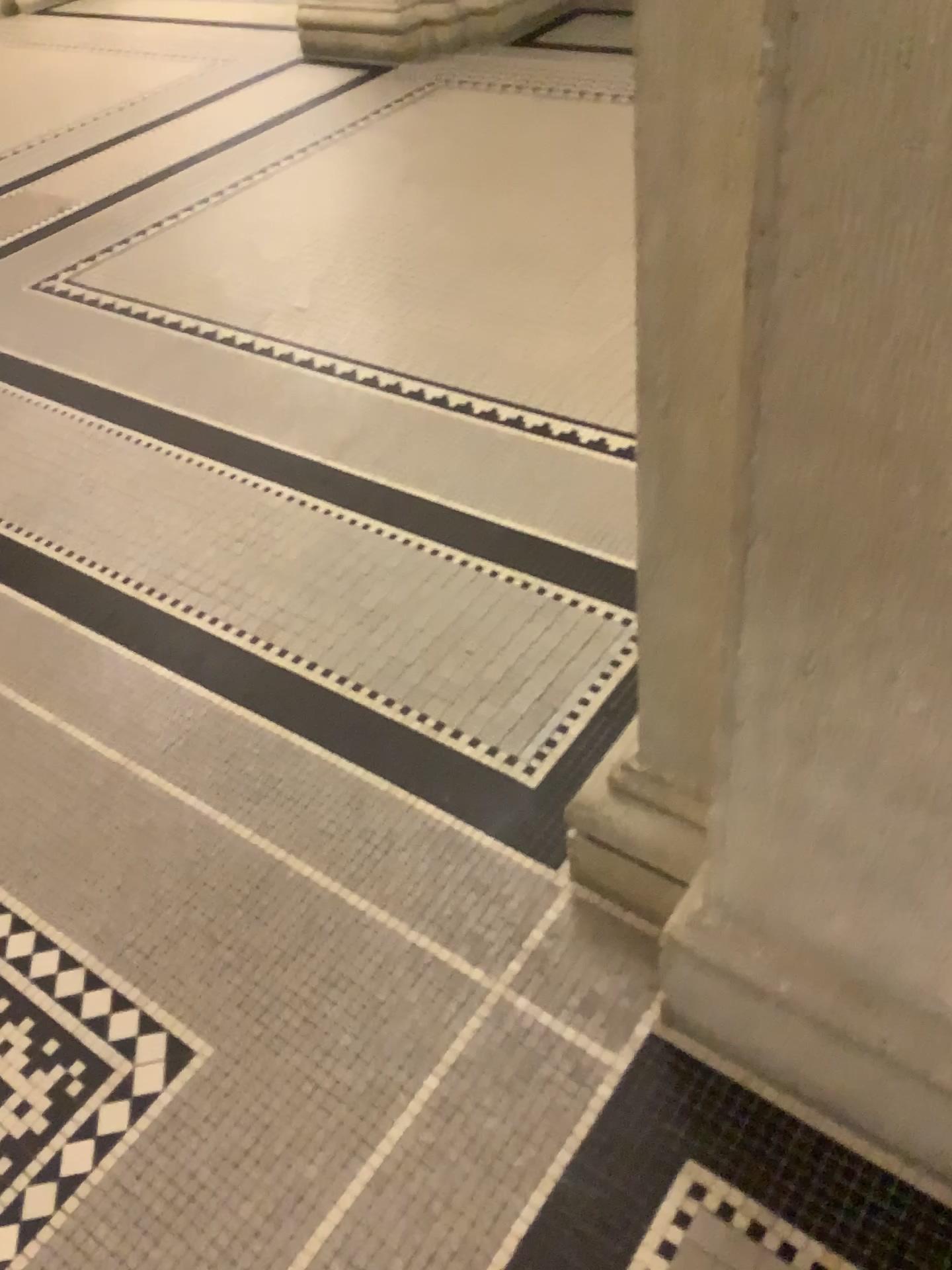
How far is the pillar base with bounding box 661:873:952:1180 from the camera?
1.2 meters

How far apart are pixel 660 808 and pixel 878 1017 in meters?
0.4 m

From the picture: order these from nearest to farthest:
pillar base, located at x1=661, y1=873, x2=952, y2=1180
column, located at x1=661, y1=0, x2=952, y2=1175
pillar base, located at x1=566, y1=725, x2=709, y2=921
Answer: column, located at x1=661, y1=0, x2=952, y2=1175 < pillar base, located at x1=661, y1=873, x2=952, y2=1180 < pillar base, located at x1=566, y1=725, x2=709, y2=921

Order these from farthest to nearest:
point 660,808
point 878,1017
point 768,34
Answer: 1. point 660,808
2. point 878,1017
3. point 768,34

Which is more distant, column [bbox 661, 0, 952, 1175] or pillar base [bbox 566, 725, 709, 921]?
pillar base [bbox 566, 725, 709, 921]

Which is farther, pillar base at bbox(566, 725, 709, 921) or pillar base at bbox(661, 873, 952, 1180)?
pillar base at bbox(566, 725, 709, 921)

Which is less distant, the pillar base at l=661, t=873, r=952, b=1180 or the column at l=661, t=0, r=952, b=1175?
the column at l=661, t=0, r=952, b=1175

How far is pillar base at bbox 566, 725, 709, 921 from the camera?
1.5m

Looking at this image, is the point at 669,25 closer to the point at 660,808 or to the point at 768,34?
the point at 768,34

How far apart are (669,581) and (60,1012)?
1.11m
